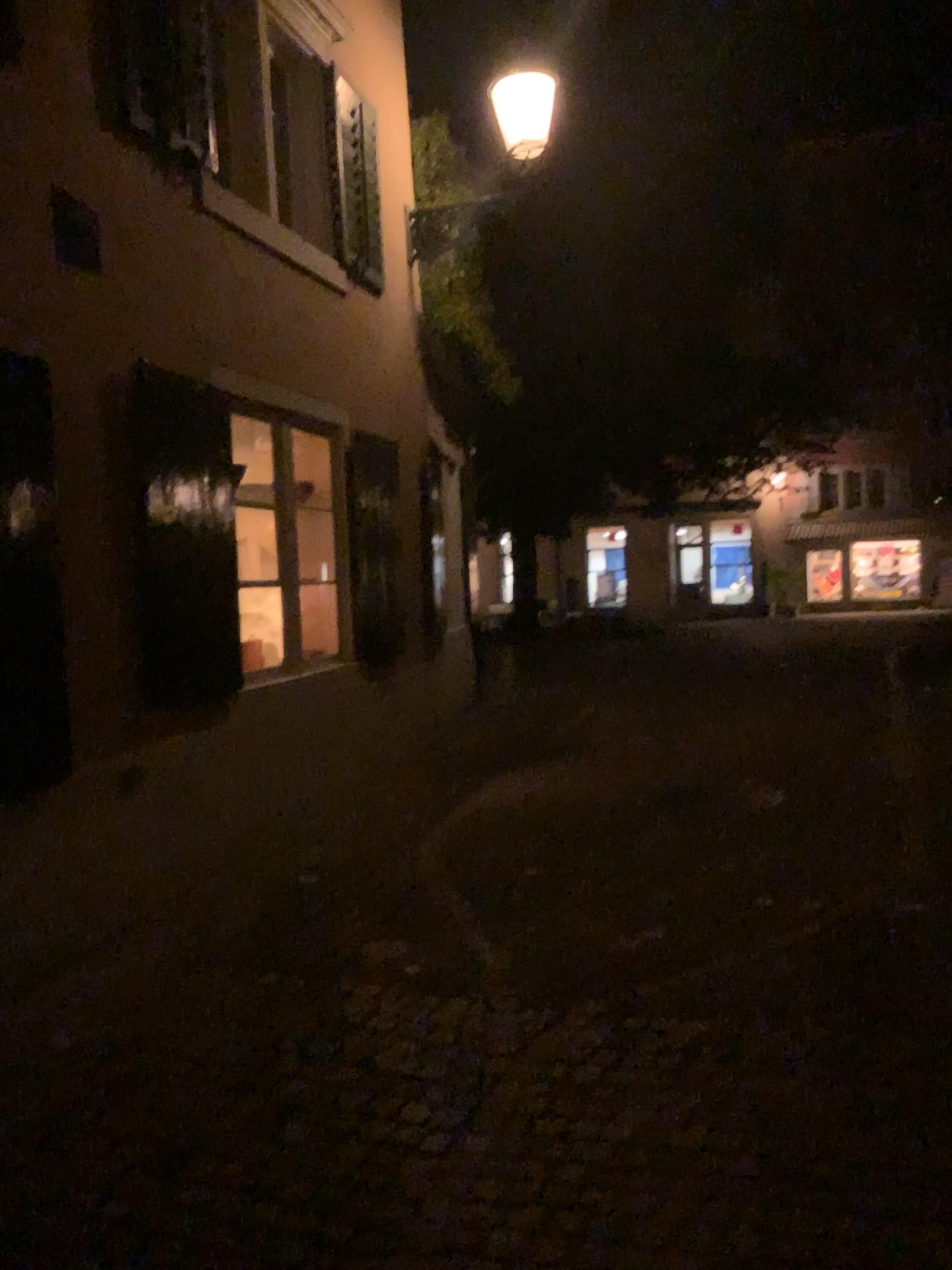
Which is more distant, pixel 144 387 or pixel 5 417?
pixel 144 387

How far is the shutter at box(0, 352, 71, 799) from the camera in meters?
3.6 m

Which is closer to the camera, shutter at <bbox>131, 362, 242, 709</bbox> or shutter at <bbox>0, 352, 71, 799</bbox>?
shutter at <bbox>0, 352, 71, 799</bbox>

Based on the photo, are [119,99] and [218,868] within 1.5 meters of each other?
no

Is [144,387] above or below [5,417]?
above

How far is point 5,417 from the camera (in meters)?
3.60
